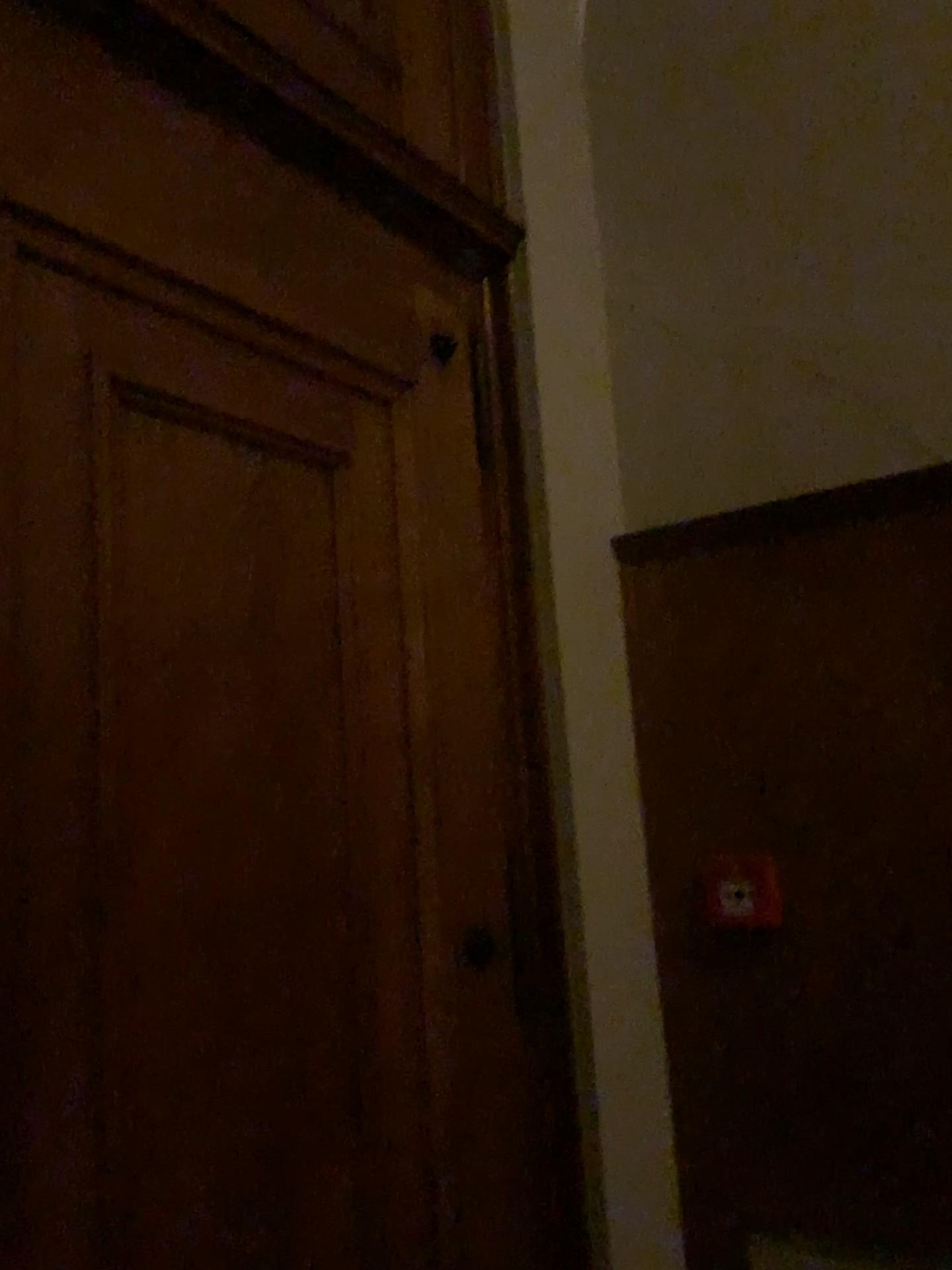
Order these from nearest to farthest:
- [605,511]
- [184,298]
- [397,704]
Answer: [184,298] → [397,704] → [605,511]

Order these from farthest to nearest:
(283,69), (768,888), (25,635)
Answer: (768,888) < (283,69) < (25,635)

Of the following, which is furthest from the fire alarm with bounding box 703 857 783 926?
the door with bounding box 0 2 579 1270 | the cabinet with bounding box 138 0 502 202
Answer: the cabinet with bounding box 138 0 502 202

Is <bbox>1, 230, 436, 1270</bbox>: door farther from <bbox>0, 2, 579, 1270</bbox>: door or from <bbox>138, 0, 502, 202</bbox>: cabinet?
<bbox>138, 0, 502, 202</bbox>: cabinet

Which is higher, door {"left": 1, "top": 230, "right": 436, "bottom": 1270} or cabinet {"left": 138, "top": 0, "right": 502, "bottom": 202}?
cabinet {"left": 138, "top": 0, "right": 502, "bottom": 202}

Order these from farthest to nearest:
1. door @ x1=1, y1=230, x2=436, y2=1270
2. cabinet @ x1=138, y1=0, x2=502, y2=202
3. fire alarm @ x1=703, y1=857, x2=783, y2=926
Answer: fire alarm @ x1=703, y1=857, x2=783, y2=926 < cabinet @ x1=138, y1=0, x2=502, y2=202 < door @ x1=1, y1=230, x2=436, y2=1270

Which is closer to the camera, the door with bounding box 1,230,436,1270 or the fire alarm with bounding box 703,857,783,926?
the door with bounding box 1,230,436,1270

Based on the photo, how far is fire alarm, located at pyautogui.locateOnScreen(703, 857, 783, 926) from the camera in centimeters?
207cm

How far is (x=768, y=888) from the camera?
2.1 meters

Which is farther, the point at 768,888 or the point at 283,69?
the point at 768,888
